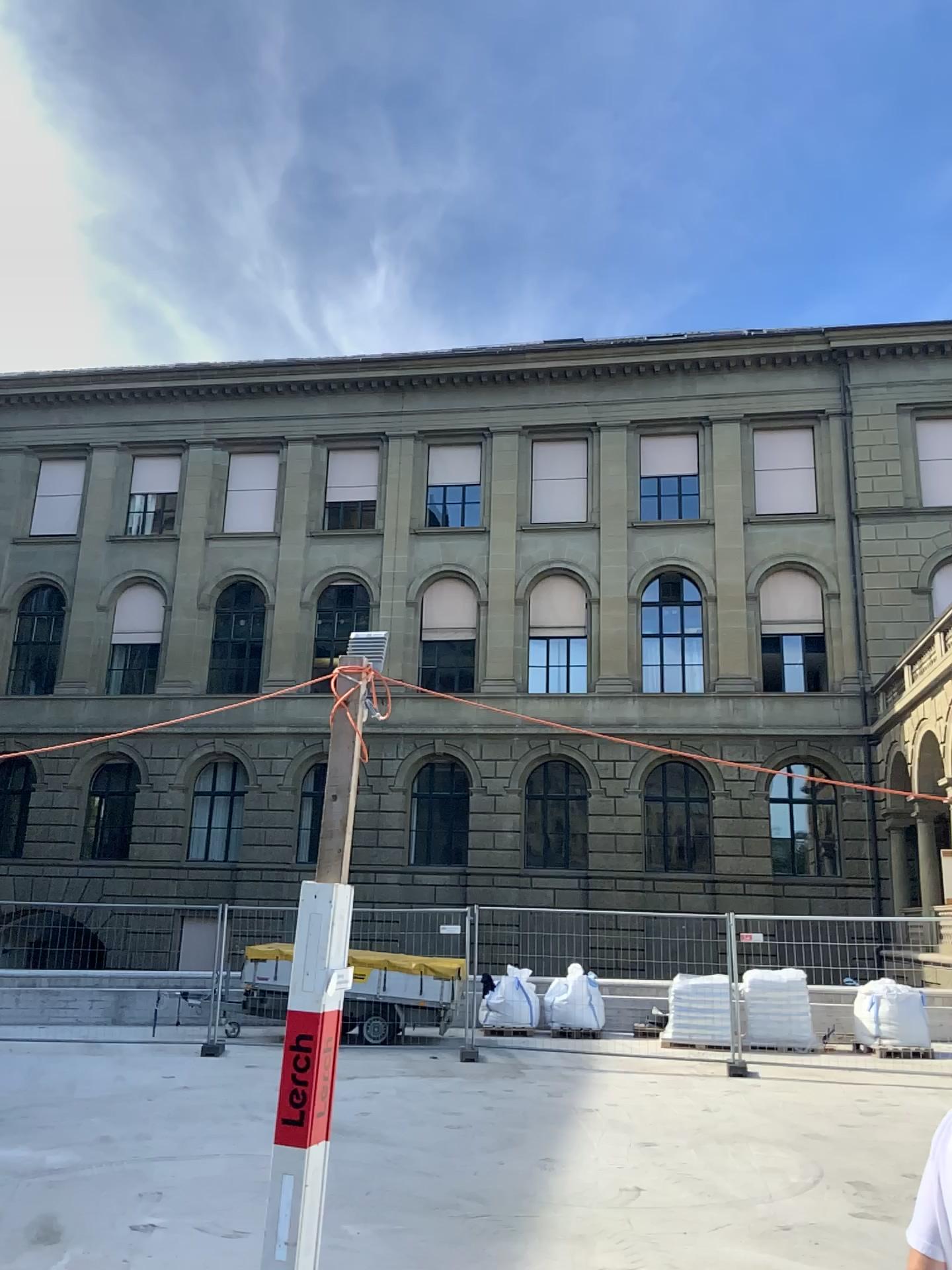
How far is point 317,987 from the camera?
4.1m
